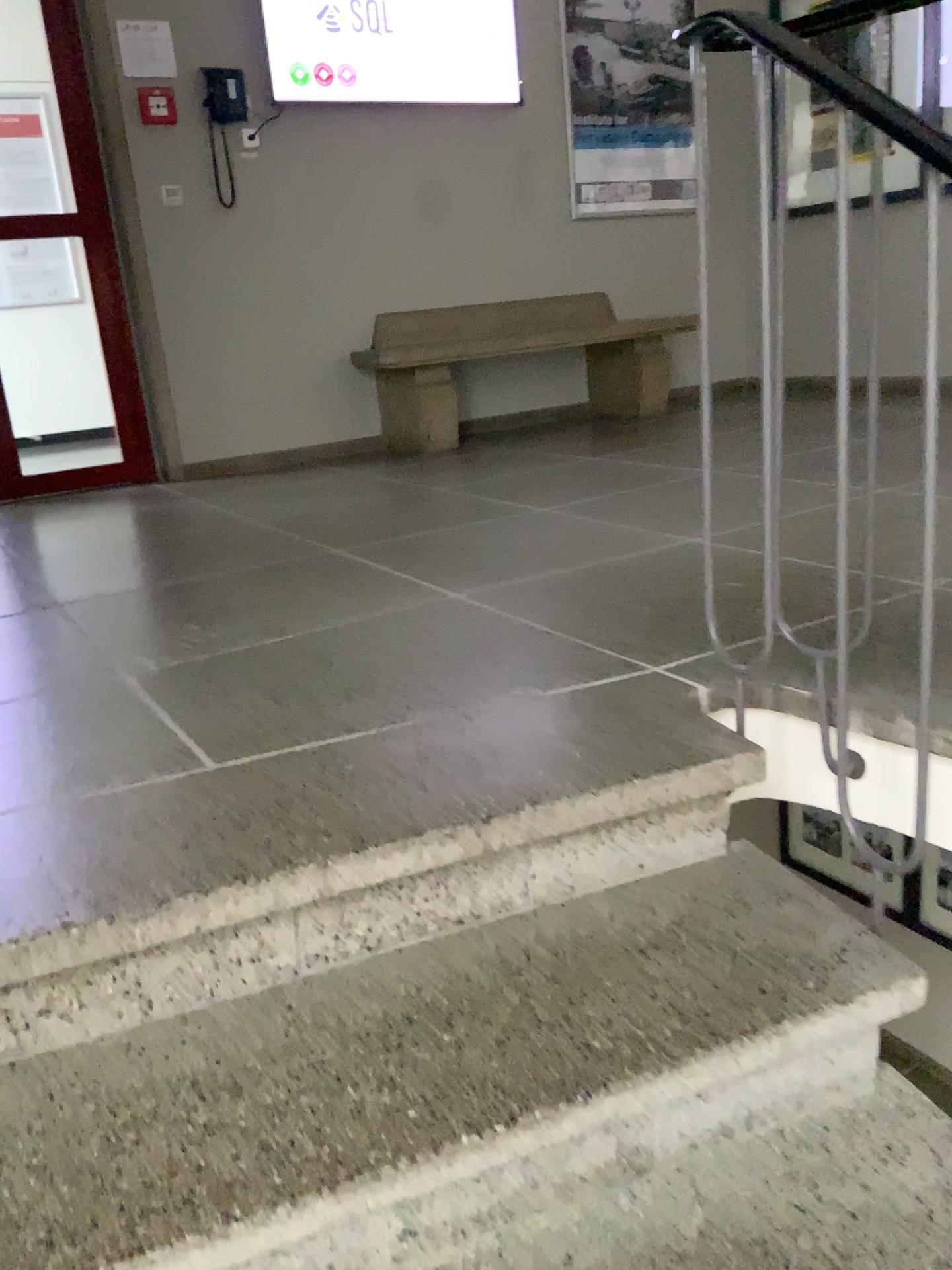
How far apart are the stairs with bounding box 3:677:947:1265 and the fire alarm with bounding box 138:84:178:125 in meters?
3.7 m

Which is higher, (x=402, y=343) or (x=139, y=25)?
(x=139, y=25)

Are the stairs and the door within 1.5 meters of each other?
no

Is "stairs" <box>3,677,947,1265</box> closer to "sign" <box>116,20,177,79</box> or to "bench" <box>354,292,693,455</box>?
"bench" <box>354,292,693,455</box>

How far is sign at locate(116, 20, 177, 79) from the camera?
4.19m

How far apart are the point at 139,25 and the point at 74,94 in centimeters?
38cm

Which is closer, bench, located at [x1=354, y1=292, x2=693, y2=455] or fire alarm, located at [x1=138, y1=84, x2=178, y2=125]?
fire alarm, located at [x1=138, y1=84, x2=178, y2=125]

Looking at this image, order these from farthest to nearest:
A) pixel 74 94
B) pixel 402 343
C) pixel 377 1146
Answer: pixel 402 343, pixel 74 94, pixel 377 1146

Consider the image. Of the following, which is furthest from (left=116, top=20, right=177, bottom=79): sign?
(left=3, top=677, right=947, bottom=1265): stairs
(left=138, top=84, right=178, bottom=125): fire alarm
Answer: (left=3, top=677, right=947, bottom=1265): stairs

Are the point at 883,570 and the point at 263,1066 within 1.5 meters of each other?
yes
